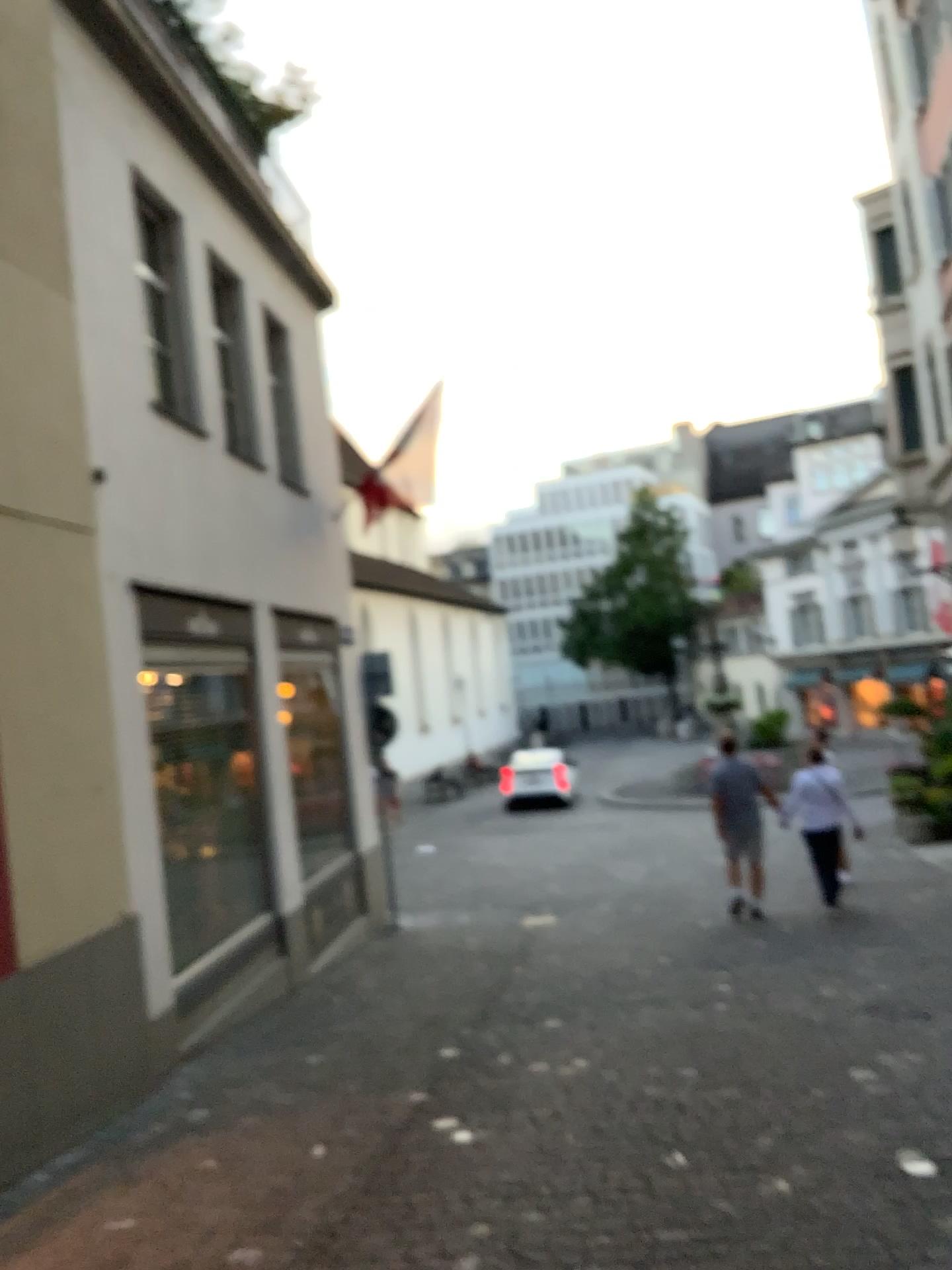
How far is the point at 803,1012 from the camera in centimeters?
543cm
